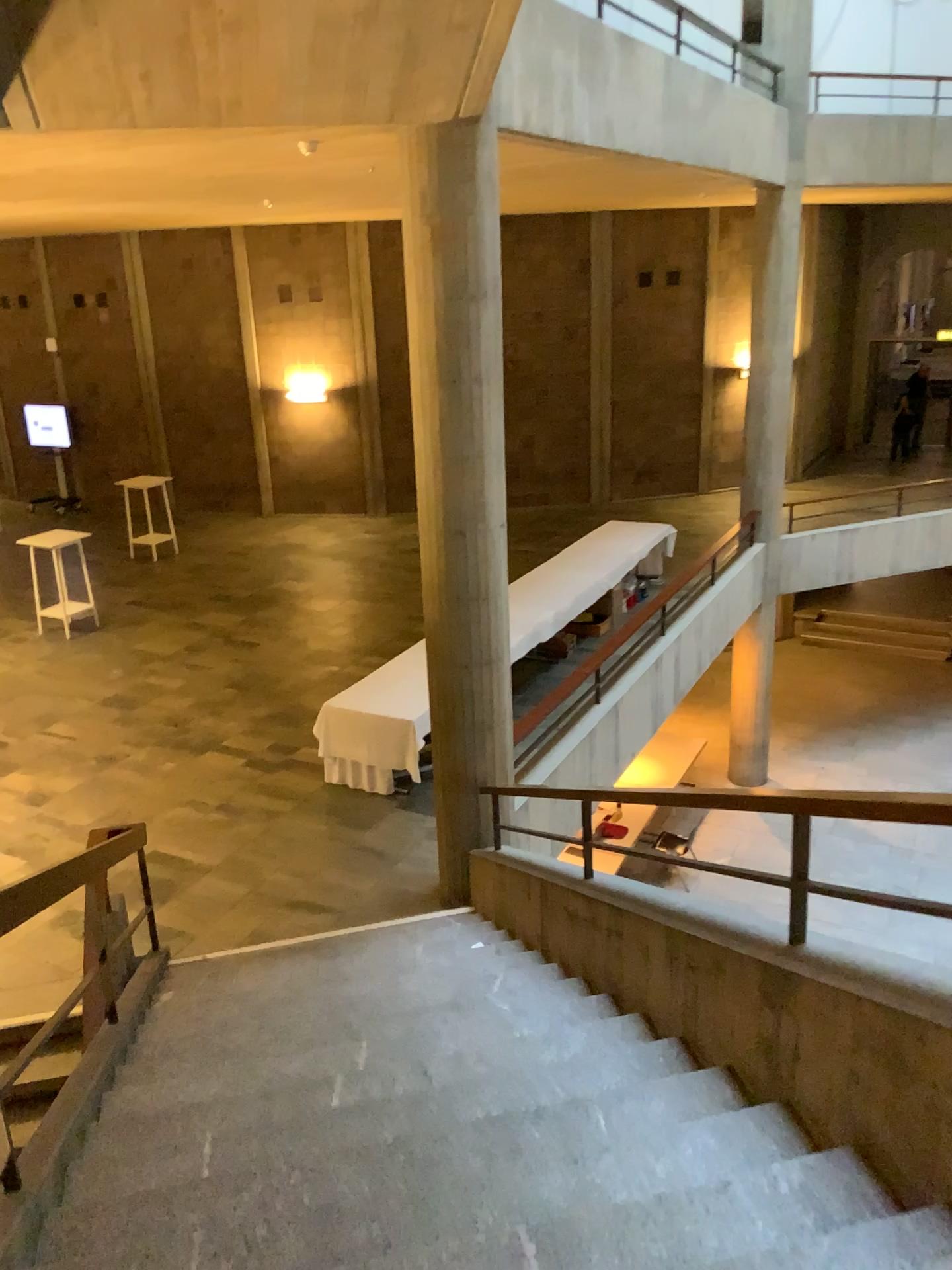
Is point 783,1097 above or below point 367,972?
above
